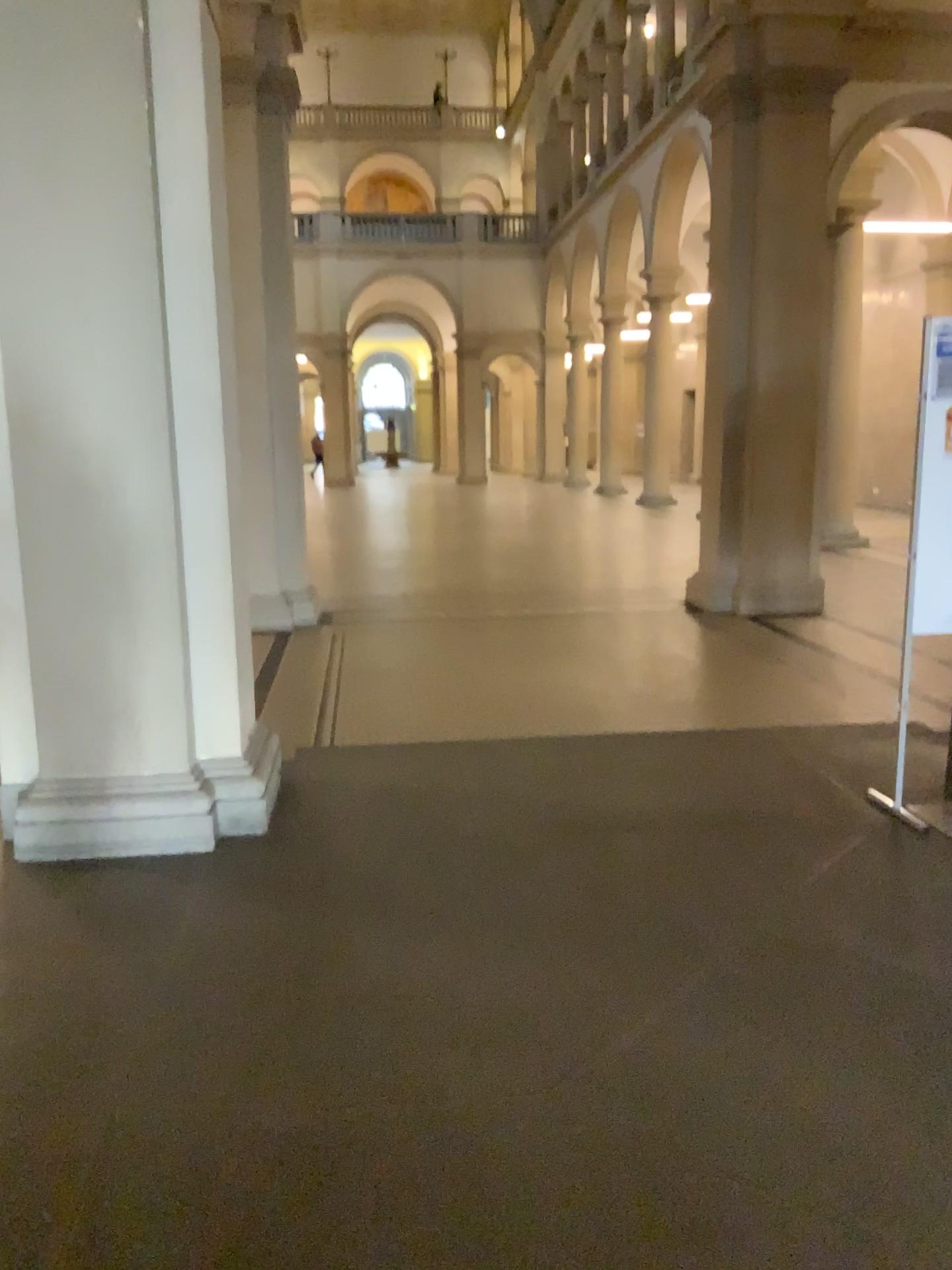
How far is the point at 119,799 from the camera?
4.0m
